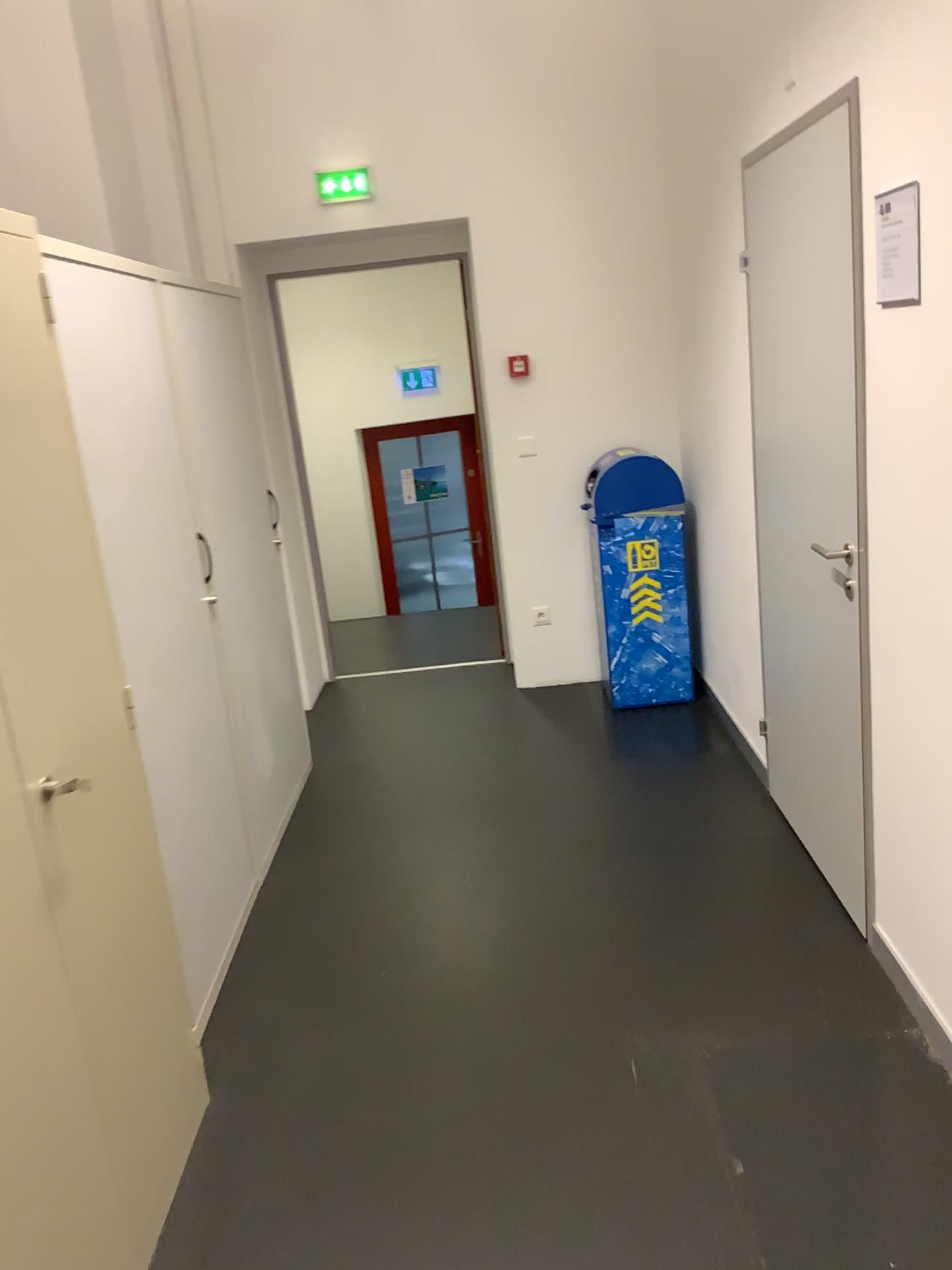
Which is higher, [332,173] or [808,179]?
[332,173]

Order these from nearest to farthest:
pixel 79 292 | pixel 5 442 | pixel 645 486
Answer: pixel 5 442 < pixel 79 292 < pixel 645 486

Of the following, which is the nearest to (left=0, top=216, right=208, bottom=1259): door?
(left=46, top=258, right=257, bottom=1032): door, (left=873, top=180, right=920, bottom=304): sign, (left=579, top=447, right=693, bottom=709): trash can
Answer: (left=46, top=258, right=257, bottom=1032): door

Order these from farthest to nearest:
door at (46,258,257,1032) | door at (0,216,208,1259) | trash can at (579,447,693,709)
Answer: trash can at (579,447,693,709) < door at (46,258,257,1032) < door at (0,216,208,1259)

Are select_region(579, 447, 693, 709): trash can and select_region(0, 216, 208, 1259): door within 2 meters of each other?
no

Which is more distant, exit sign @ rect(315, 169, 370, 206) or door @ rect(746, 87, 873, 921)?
exit sign @ rect(315, 169, 370, 206)

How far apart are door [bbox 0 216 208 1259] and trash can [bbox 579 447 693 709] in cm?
272

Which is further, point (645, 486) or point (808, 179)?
point (645, 486)

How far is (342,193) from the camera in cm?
447

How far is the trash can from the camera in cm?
438
